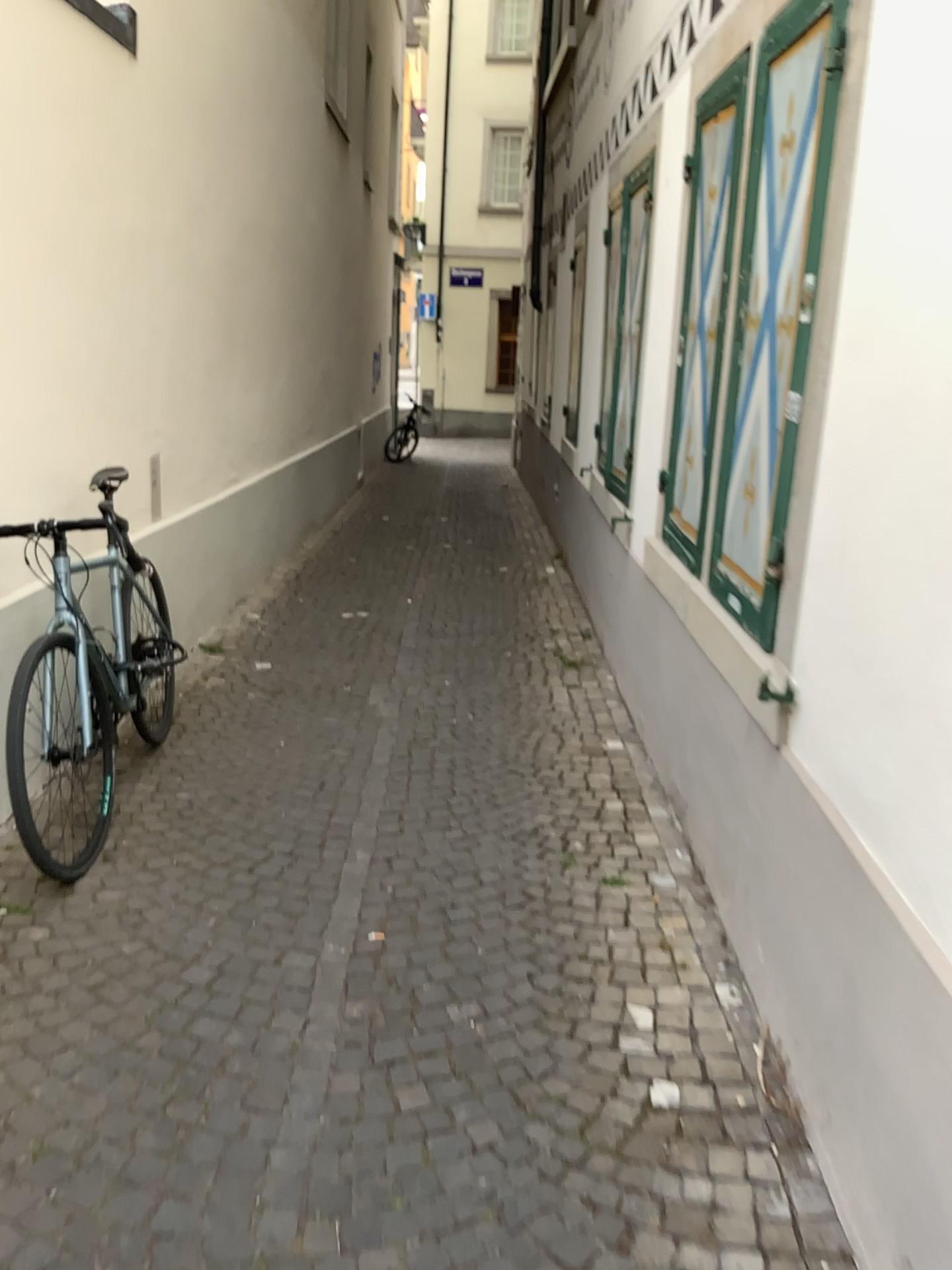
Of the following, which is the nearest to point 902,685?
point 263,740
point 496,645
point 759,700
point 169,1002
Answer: point 759,700

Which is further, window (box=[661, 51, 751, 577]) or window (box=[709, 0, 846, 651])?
window (box=[661, 51, 751, 577])

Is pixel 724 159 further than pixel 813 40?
Yes
